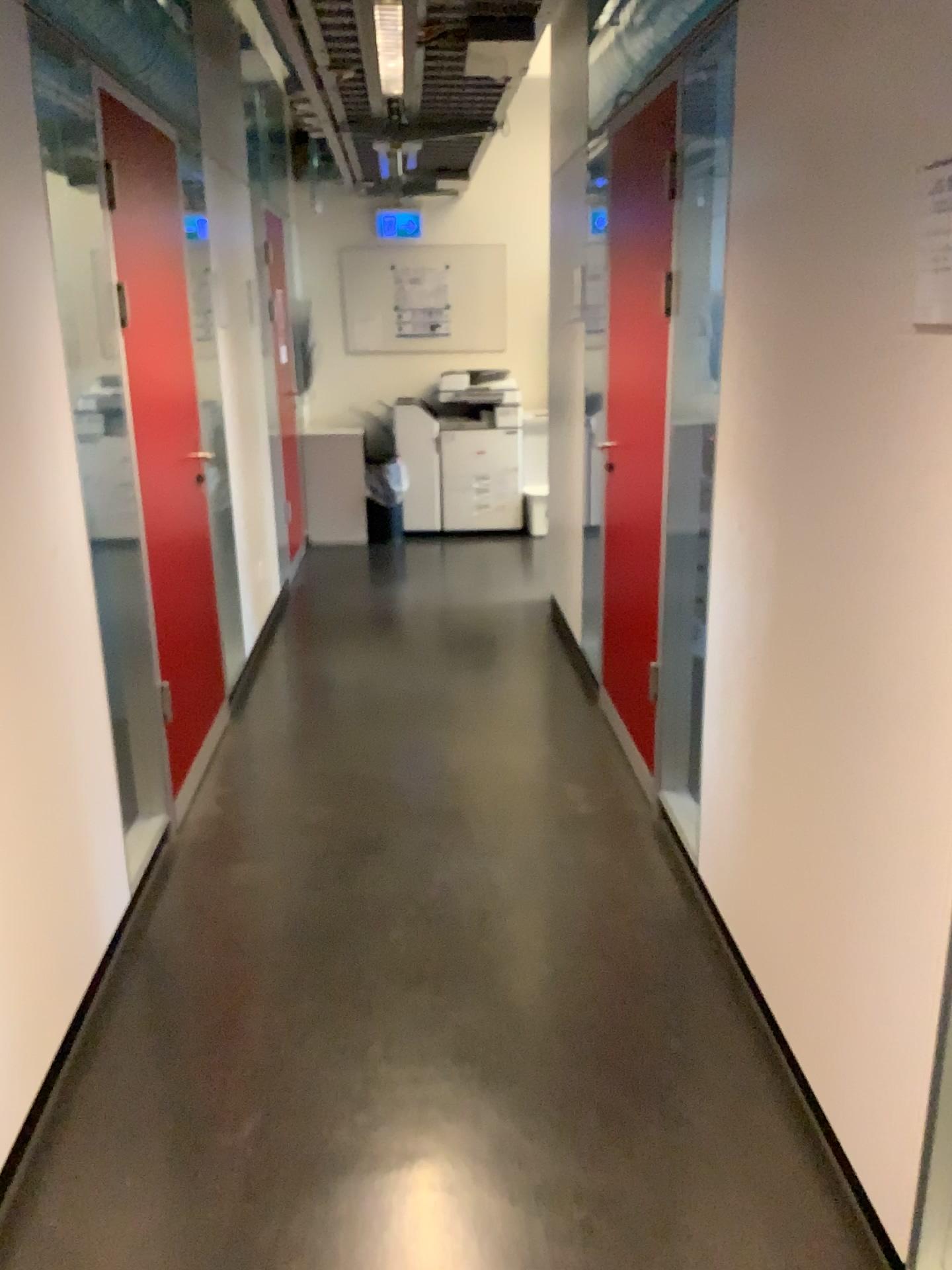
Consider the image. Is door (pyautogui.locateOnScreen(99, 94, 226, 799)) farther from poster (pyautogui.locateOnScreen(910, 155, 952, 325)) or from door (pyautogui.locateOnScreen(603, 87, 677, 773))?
poster (pyautogui.locateOnScreen(910, 155, 952, 325))

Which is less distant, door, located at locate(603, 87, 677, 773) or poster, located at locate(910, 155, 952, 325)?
poster, located at locate(910, 155, 952, 325)

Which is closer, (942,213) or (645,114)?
(942,213)

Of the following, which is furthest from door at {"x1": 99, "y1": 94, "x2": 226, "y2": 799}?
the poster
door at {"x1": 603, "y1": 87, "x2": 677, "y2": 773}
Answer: the poster

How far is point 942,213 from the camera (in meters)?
1.42

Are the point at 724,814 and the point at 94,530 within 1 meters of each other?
no

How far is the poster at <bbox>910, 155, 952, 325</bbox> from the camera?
1.4 meters

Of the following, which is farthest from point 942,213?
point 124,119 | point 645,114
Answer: point 124,119
